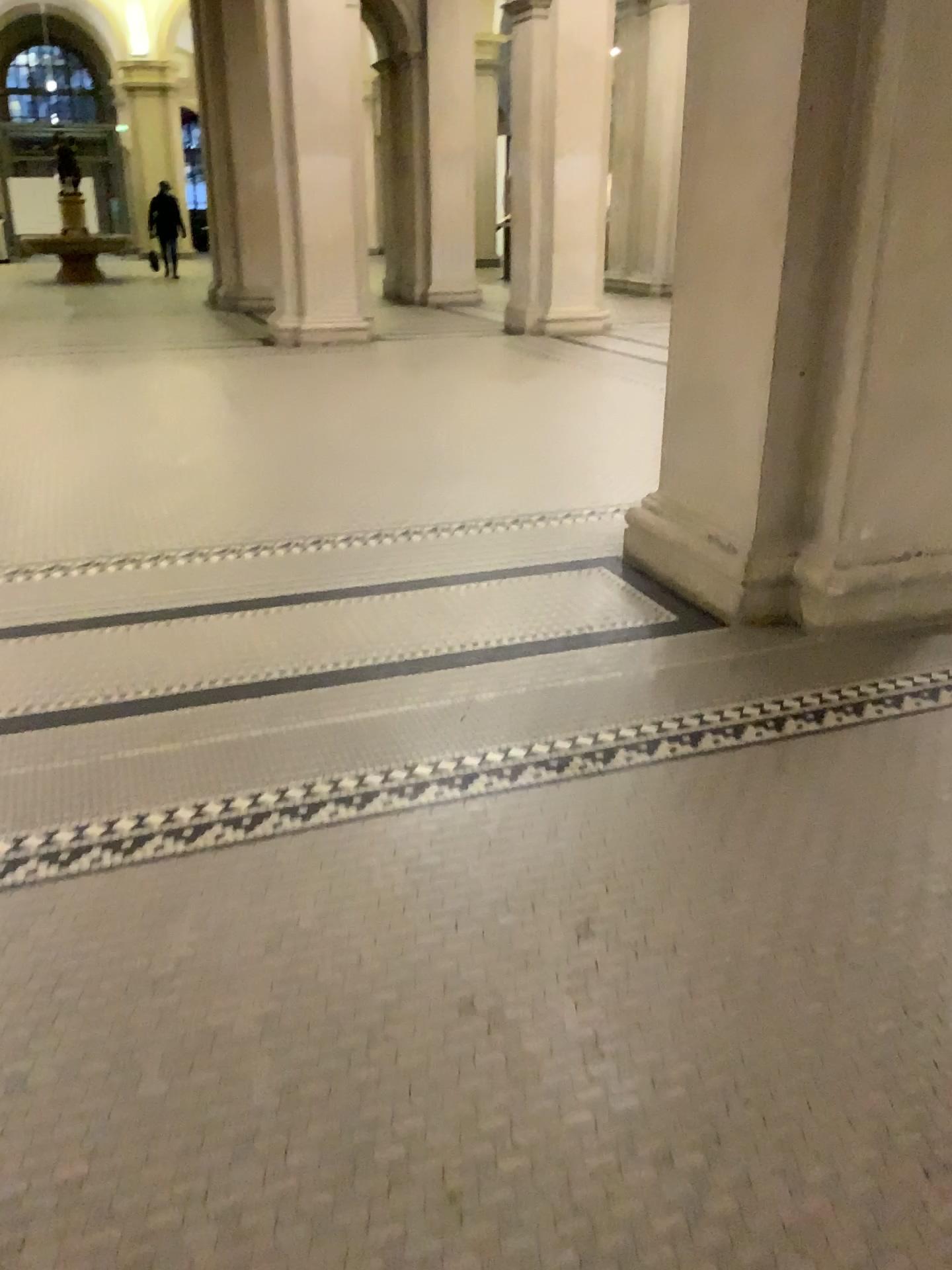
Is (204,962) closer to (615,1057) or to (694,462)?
(615,1057)
